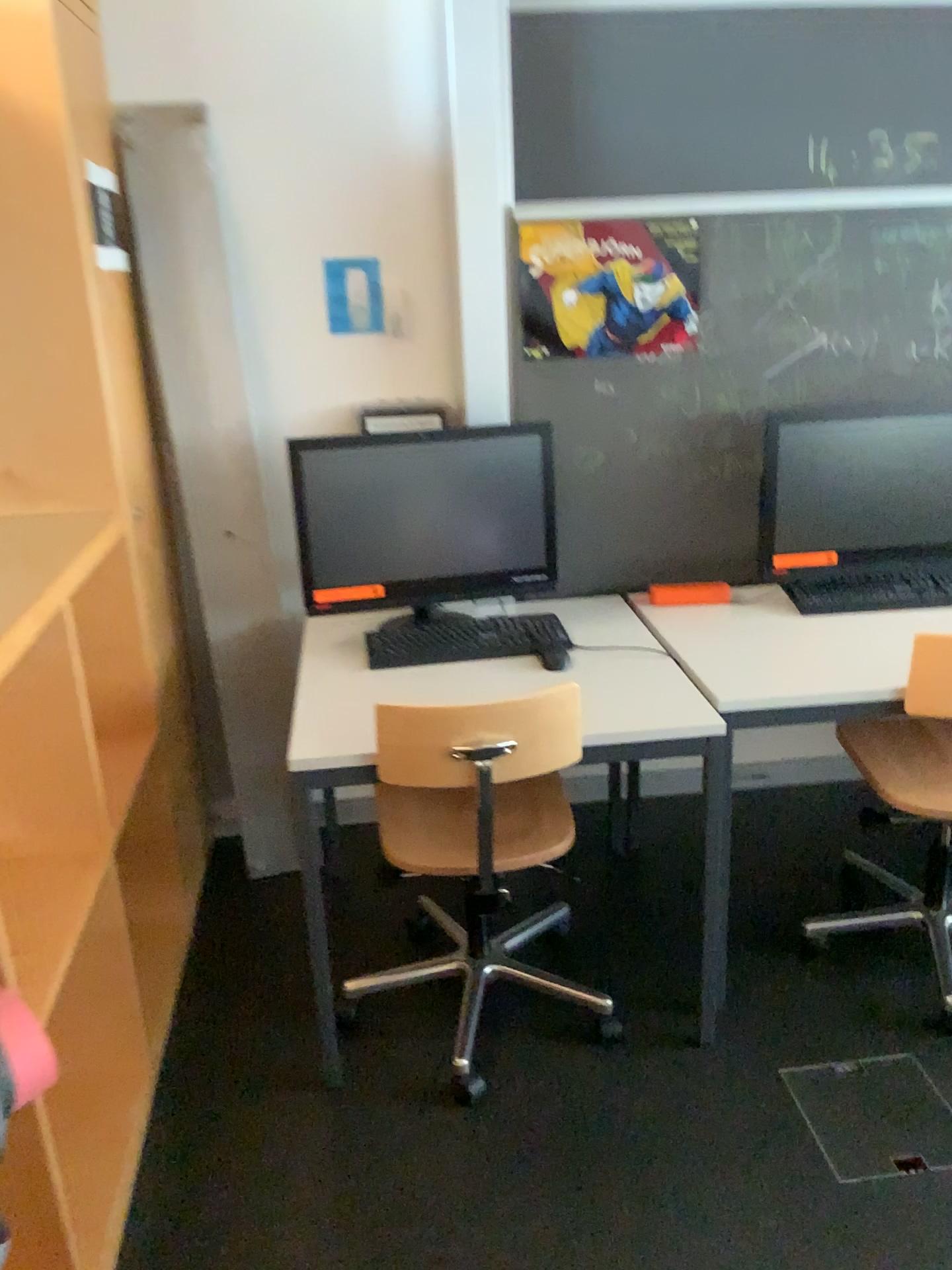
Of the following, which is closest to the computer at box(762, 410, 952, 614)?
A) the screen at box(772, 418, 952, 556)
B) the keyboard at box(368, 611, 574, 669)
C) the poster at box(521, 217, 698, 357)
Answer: the screen at box(772, 418, 952, 556)

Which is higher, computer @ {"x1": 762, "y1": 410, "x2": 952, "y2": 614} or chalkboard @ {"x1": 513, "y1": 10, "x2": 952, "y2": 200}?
chalkboard @ {"x1": 513, "y1": 10, "x2": 952, "y2": 200}

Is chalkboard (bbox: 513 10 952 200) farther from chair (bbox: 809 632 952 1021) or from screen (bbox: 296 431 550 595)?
chair (bbox: 809 632 952 1021)

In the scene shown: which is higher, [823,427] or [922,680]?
[823,427]

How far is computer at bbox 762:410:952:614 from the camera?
2.4 meters

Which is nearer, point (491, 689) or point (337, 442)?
point (491, 689)

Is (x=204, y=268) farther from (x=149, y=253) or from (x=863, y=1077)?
(x=863, y=1077)

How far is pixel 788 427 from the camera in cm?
244

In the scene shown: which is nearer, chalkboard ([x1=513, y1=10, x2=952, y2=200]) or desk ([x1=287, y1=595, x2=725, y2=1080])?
desk ([x1=287, y1=595, x2=725, y2=1080])

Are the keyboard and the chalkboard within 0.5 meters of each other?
no
